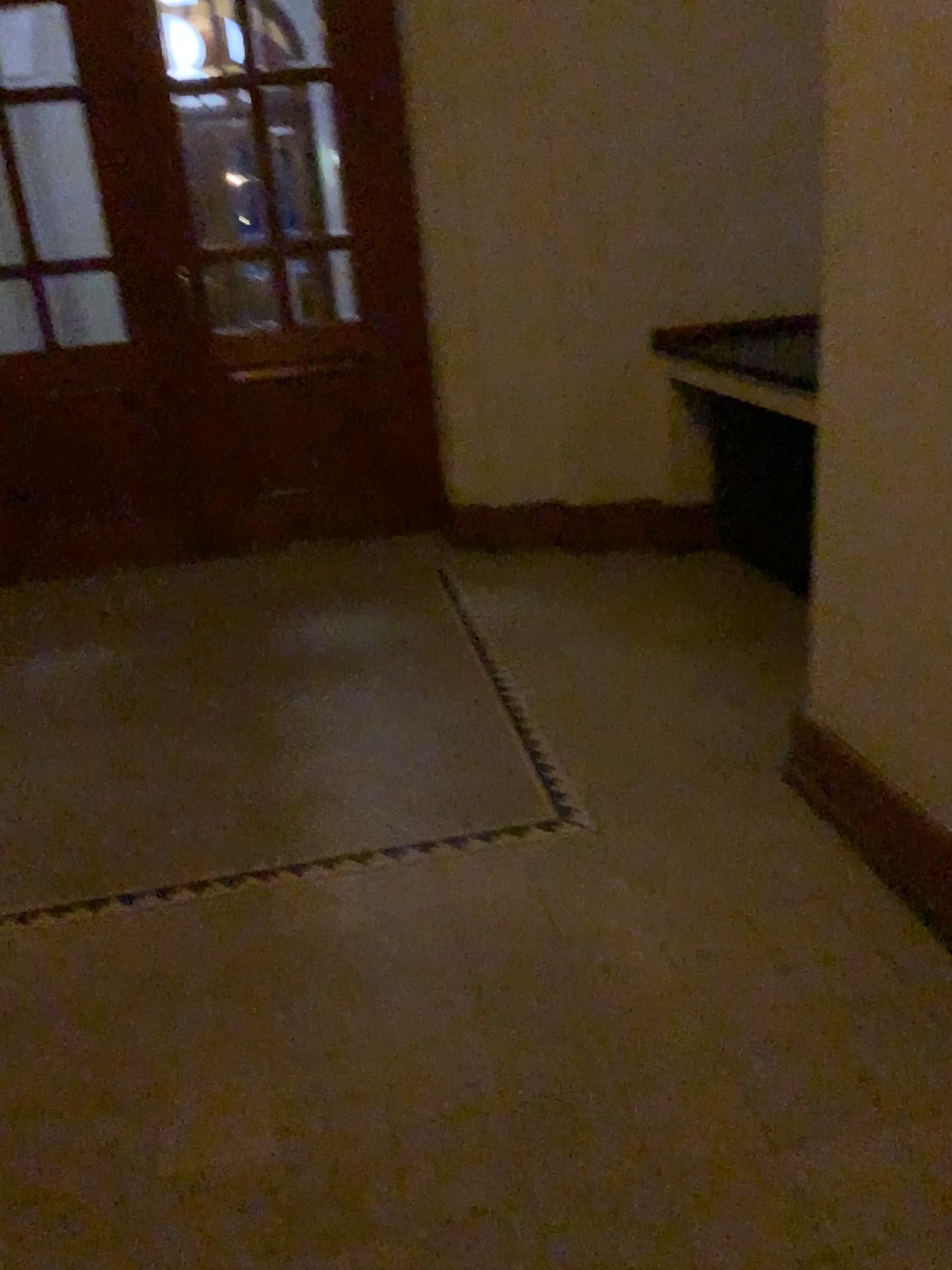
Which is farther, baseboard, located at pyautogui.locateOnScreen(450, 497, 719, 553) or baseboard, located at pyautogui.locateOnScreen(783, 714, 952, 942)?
baseboard, located at pyautogui.locateOnScreen(450, 497, 719, 553)

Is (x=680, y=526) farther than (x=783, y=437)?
Yes

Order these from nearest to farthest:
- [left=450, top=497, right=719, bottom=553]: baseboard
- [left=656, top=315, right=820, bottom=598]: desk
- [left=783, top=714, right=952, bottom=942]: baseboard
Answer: [left=783, top=714, right=952, bottom=942]: baseboard
[left=656, top=315, right=820, bottom=598]: desk
[left=450, top=497, right=719, bottom=553]: baseboard

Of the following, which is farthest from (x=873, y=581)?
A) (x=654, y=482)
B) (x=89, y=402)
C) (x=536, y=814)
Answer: (x=89, y=402)

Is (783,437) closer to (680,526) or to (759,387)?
(759,387)

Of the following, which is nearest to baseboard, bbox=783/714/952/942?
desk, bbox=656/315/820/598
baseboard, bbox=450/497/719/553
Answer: desk, bbox=656/315/820/598

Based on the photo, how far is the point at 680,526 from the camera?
4.72m

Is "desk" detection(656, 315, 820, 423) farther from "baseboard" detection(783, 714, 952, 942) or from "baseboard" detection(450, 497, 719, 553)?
"baseboard" detection(783, 714, 952, 942)

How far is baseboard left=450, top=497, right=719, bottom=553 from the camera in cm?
472

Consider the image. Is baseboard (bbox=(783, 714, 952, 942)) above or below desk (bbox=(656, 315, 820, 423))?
below
